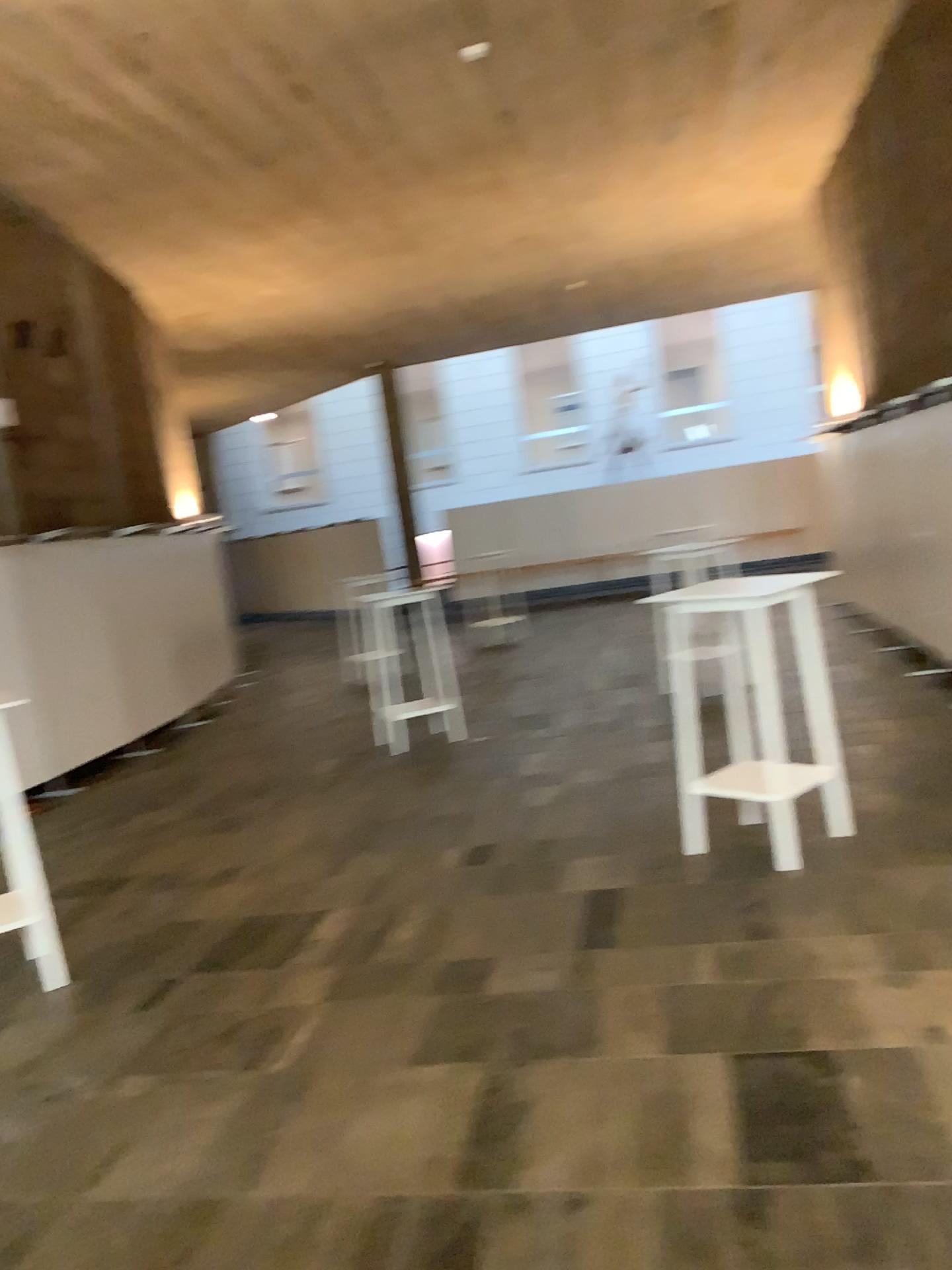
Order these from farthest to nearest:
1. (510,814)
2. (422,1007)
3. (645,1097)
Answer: (510,814) < (422,1007) < (645,1097)
